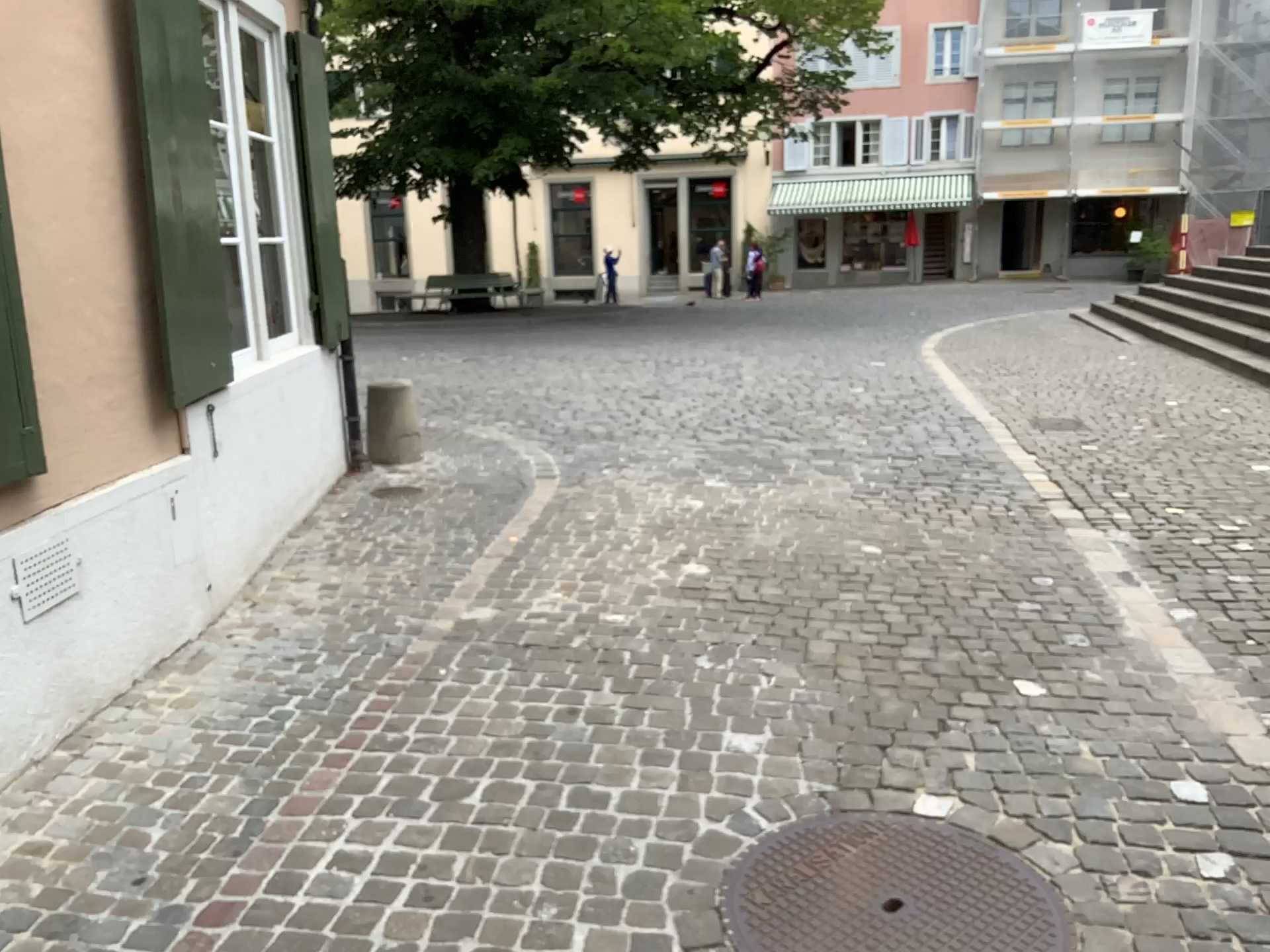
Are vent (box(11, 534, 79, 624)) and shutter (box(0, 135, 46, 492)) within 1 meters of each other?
yes

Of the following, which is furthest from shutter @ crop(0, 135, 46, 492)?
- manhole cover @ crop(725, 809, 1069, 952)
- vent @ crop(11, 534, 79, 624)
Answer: manhole cover @ crop(725, 809, 1069, 952)

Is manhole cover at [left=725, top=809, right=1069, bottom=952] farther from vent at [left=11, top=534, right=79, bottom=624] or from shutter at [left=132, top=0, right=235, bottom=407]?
shutter at [left=132, top=0, right=235, bottom=407]

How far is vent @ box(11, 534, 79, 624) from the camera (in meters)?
2.84

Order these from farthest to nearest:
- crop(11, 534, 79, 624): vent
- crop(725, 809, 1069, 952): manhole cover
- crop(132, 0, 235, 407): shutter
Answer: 1. crop(132, 0, 235, 407): shutter
2. crop(11, 534, 79, 624): vent
3. crop(725, 809, 1069, 952): manhole cover

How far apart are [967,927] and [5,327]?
2.8 meters

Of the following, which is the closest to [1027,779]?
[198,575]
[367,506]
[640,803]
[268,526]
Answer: [640,803]

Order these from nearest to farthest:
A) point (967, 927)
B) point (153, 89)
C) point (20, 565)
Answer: point (967, 927) → point (20, 565) → point (153, 89)

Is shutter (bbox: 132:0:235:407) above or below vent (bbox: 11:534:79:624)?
above

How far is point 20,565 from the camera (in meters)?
2.84
